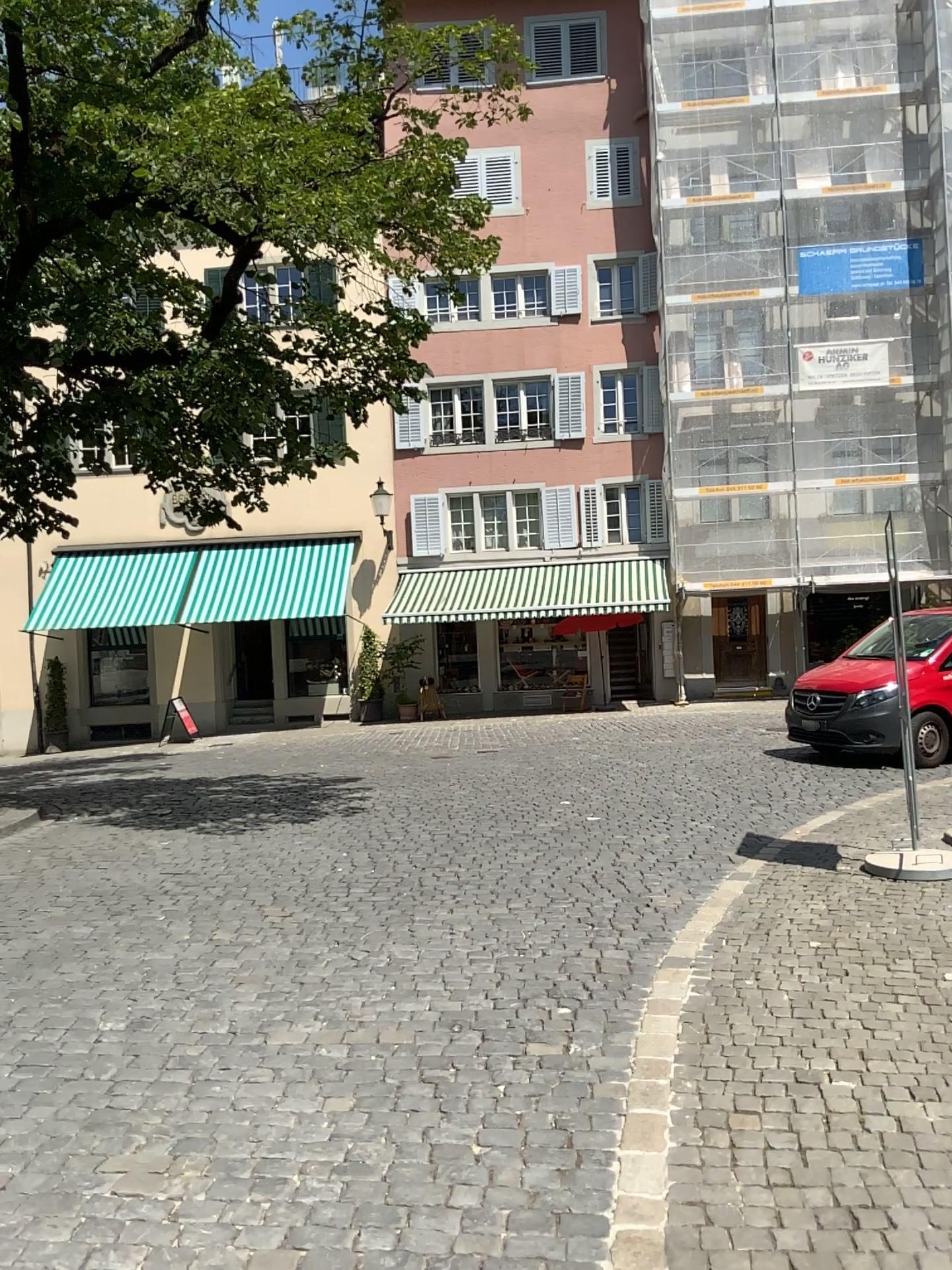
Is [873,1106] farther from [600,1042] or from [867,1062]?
[600,1042]
